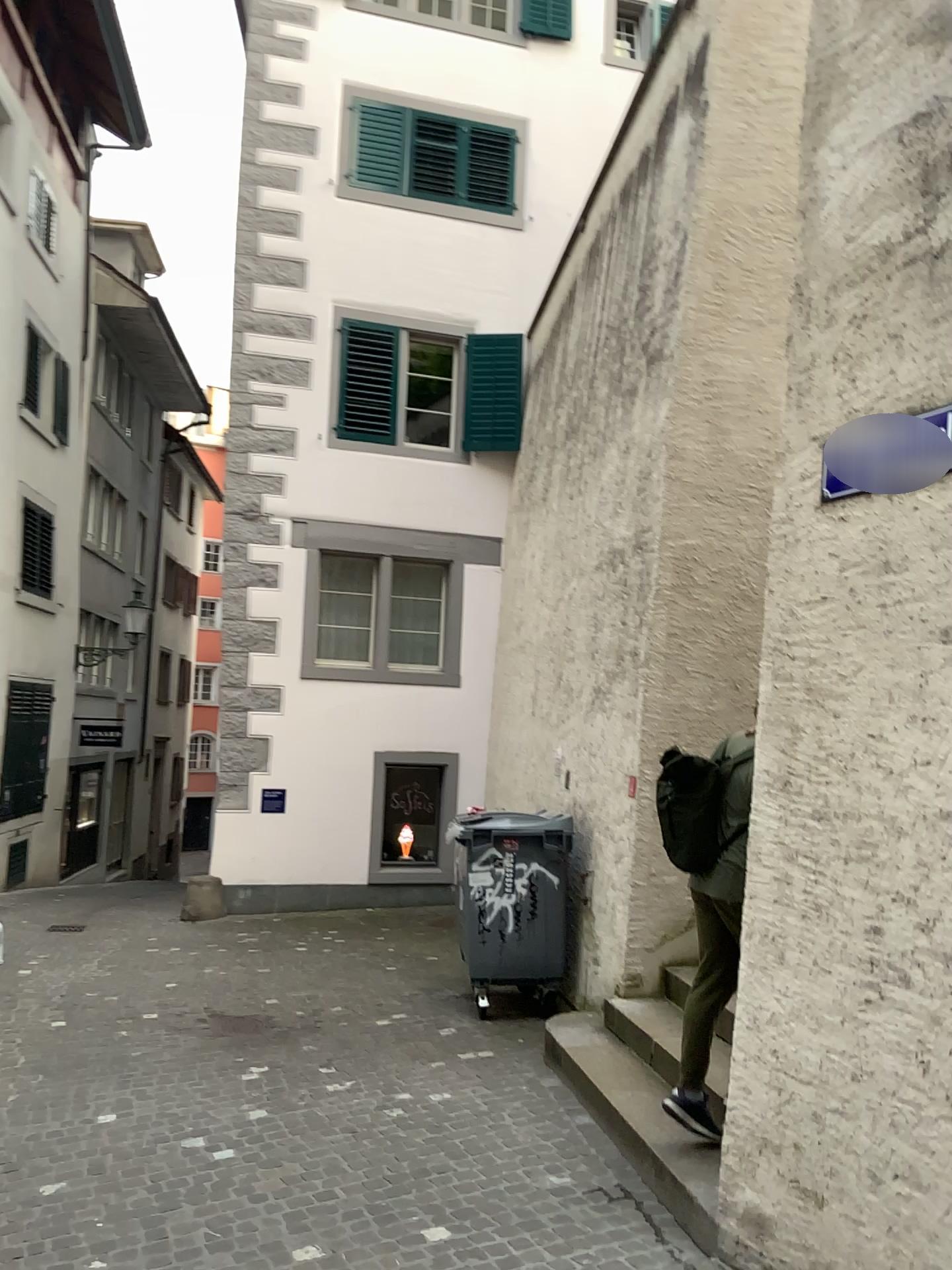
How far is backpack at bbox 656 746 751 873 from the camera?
4.39m

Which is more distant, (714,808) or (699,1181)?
(714,808)

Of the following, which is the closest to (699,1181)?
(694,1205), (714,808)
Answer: (694,1205)

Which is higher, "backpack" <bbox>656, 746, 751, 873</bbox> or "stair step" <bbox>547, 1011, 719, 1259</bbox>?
"backpack" <bbox>656, 746, 751, 873</bbox>

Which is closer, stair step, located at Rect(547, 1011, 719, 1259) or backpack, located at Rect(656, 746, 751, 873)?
stair step, located at Rect(547, 1011, 719, 1259)

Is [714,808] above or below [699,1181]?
above

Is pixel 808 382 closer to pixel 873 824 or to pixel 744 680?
pixel 873 824

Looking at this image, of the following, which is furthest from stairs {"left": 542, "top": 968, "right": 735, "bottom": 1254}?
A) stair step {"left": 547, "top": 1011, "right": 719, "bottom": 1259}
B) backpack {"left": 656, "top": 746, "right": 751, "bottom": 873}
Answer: backpack {"left": 656, "top": 746, "right": 751, "bottom": 873}

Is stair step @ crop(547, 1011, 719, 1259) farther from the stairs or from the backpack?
the backpack

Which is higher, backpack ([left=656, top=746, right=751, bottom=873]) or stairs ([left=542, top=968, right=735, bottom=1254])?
backpack ([left=656, top=746, right=751, bottom=873])
